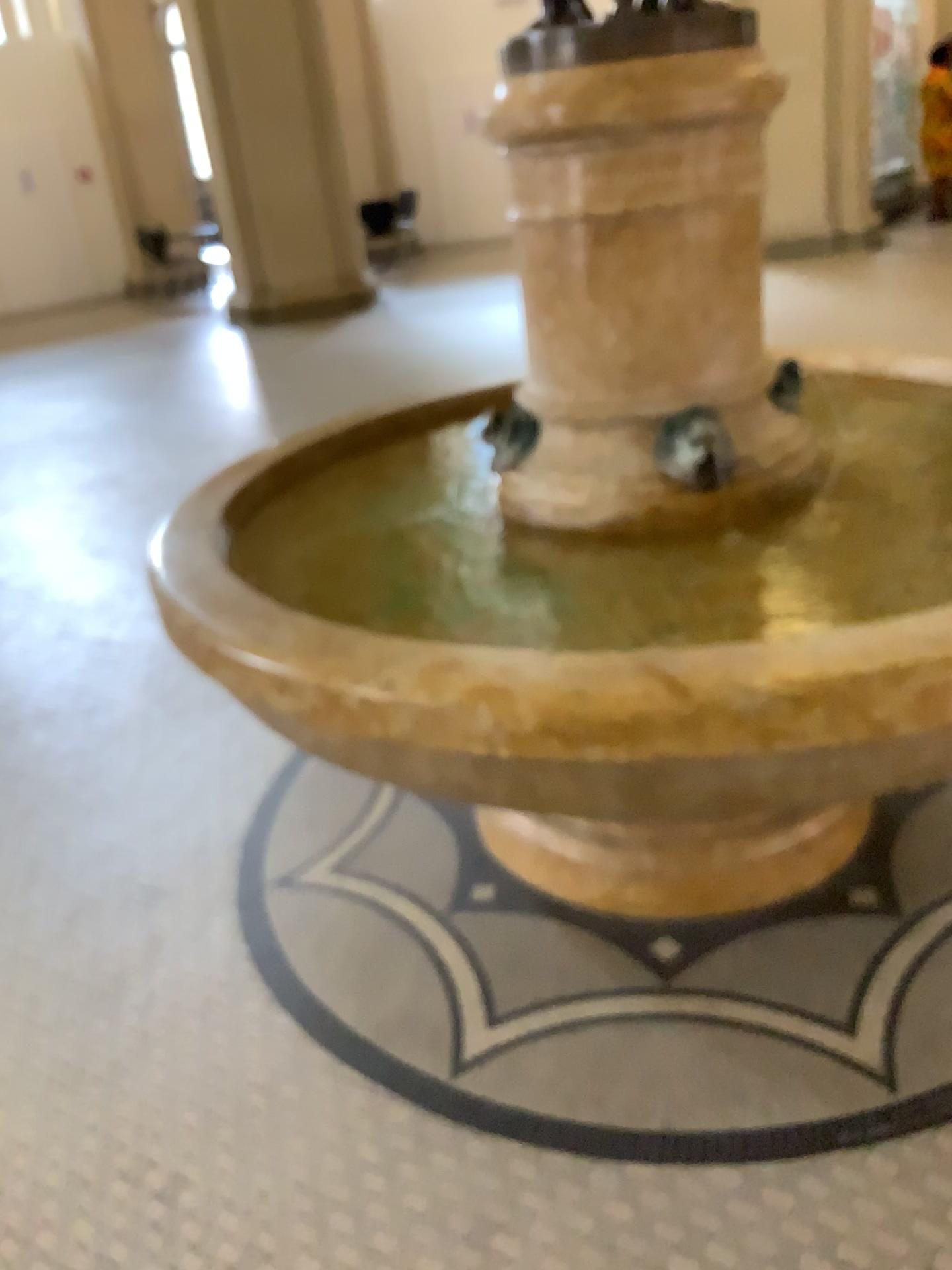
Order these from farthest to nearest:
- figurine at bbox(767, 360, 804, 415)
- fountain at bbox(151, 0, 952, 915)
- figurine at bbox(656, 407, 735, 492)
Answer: figurine at bbox(767, 360, 804, 415), figurine at bbox(656, 407, 735, 492), fountain at bbox(151, 0, 952, 915)

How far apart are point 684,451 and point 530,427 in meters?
0.3

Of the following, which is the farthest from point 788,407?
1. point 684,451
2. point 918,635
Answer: point 918,635

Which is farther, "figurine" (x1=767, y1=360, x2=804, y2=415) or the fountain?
"figurine" (x1=767, y1=360, x2=804, y2=415)

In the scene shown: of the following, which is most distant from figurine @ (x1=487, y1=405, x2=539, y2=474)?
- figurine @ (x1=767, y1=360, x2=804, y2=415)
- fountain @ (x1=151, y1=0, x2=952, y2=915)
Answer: figurine @ (x1=767, y1=360, x2=804, y2=415)

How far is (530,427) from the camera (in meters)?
2.07

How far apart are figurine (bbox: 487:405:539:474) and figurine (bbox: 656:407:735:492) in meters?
0.3

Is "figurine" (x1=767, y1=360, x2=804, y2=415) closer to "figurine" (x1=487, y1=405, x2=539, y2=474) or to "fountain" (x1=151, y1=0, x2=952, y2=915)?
"fountain" (x1=151, y1=0, x2=952, y2=915)

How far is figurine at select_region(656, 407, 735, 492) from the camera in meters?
1.9 m

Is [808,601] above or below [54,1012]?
above
